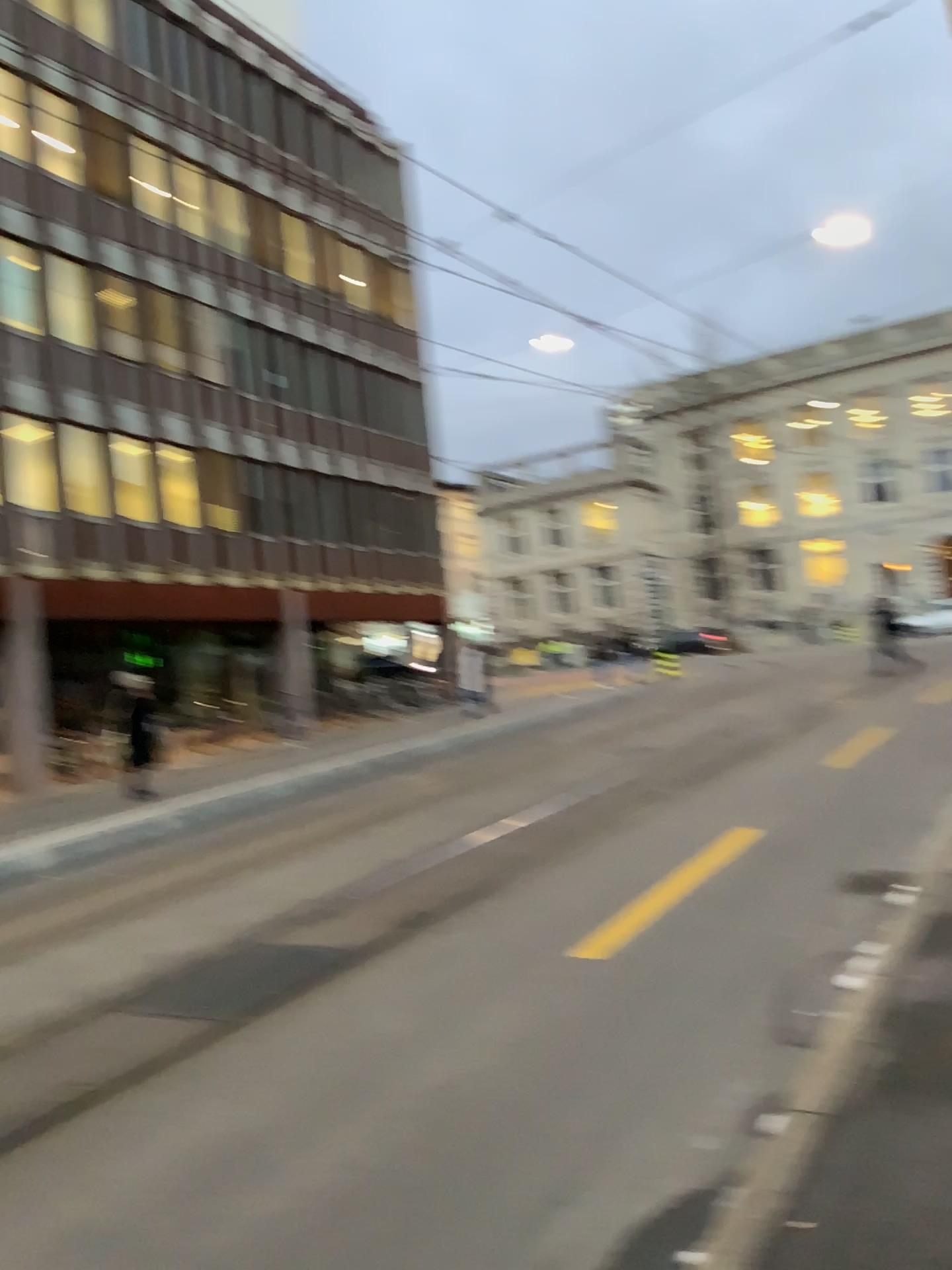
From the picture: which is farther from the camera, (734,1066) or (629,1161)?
(734,1066)
